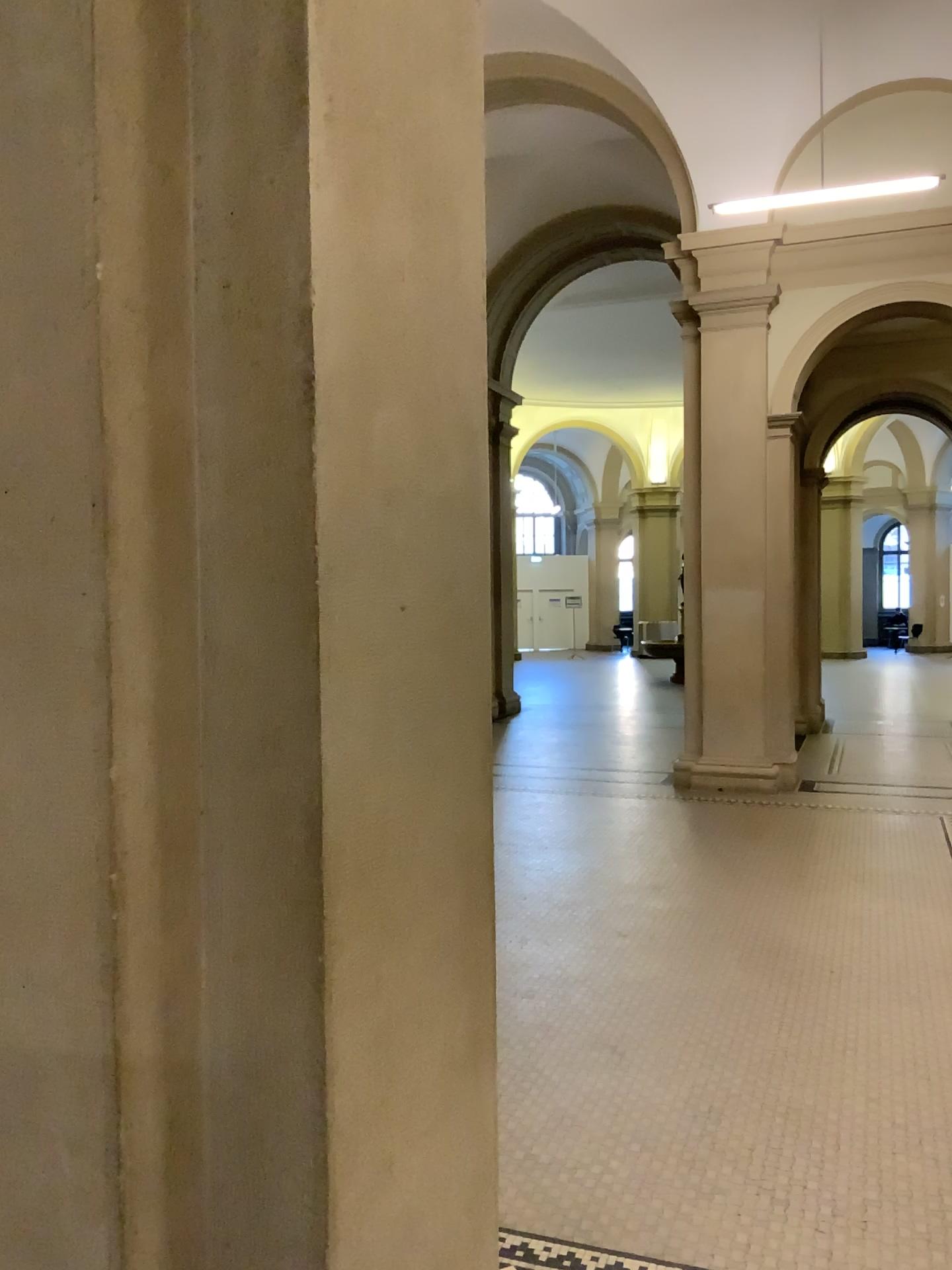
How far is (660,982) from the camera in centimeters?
442cm

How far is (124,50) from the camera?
1.26m

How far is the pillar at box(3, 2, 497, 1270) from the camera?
1.3 meters
